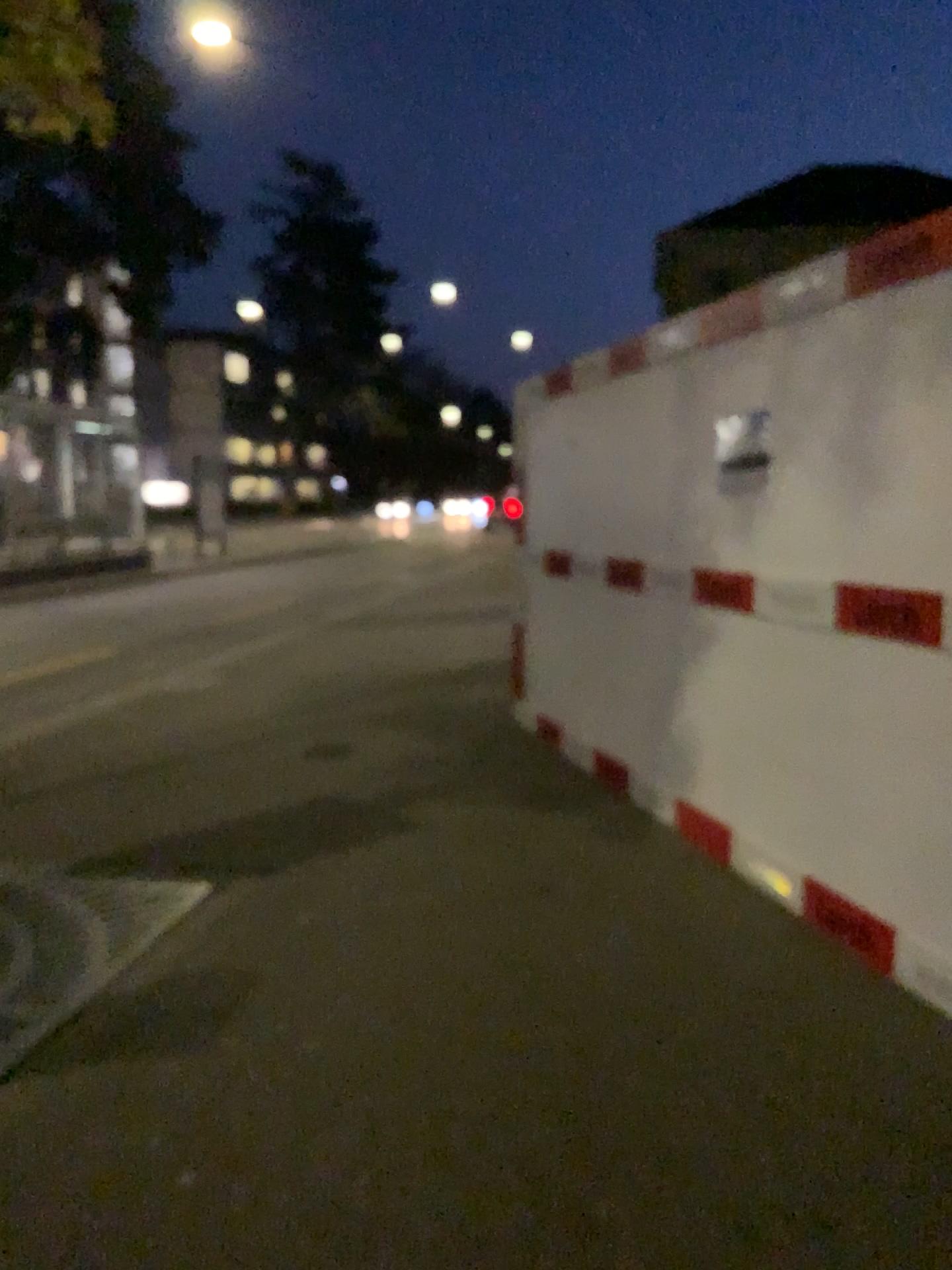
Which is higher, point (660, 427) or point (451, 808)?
point (660, 427)
